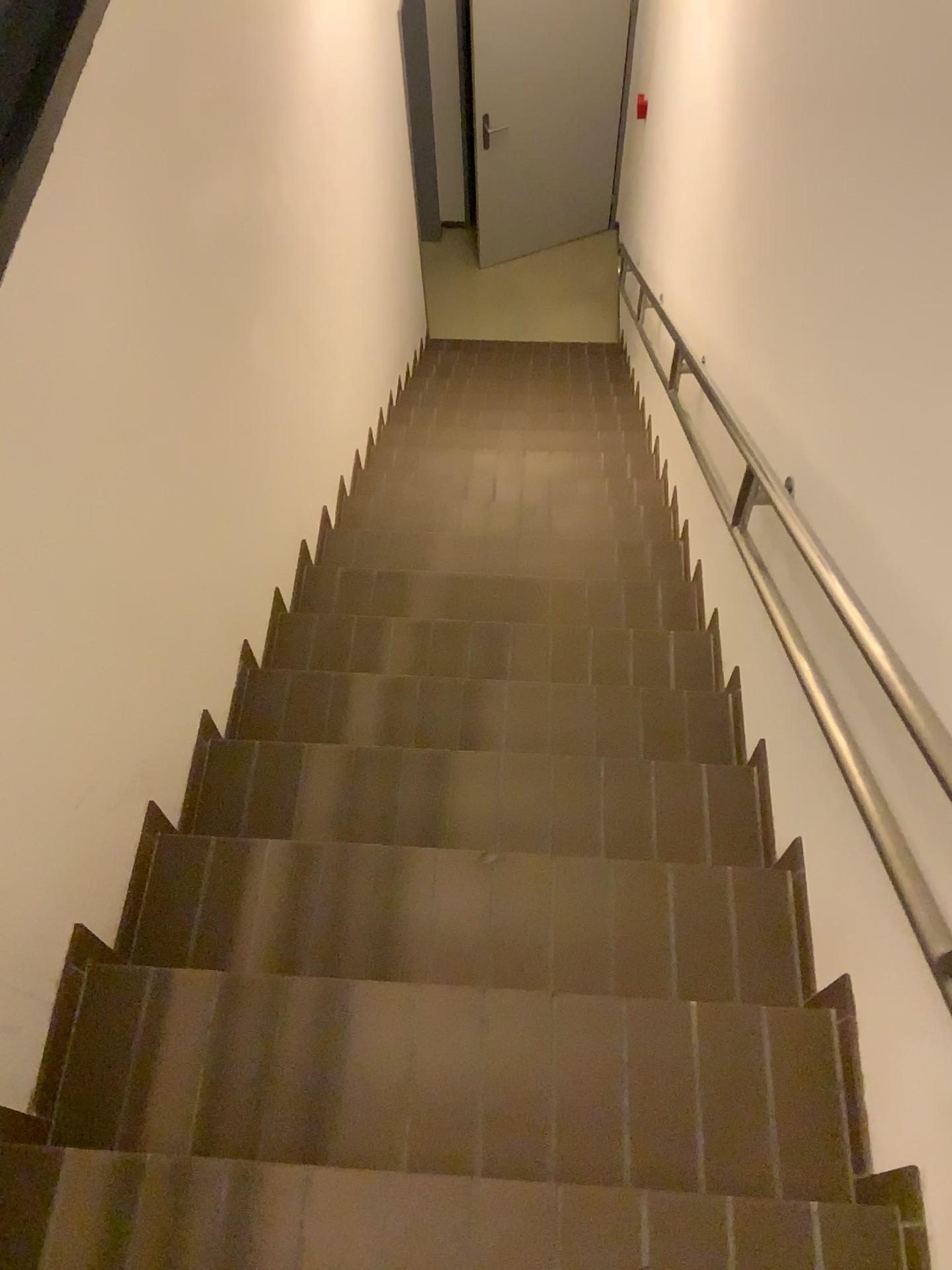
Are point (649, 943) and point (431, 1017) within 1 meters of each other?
yes
